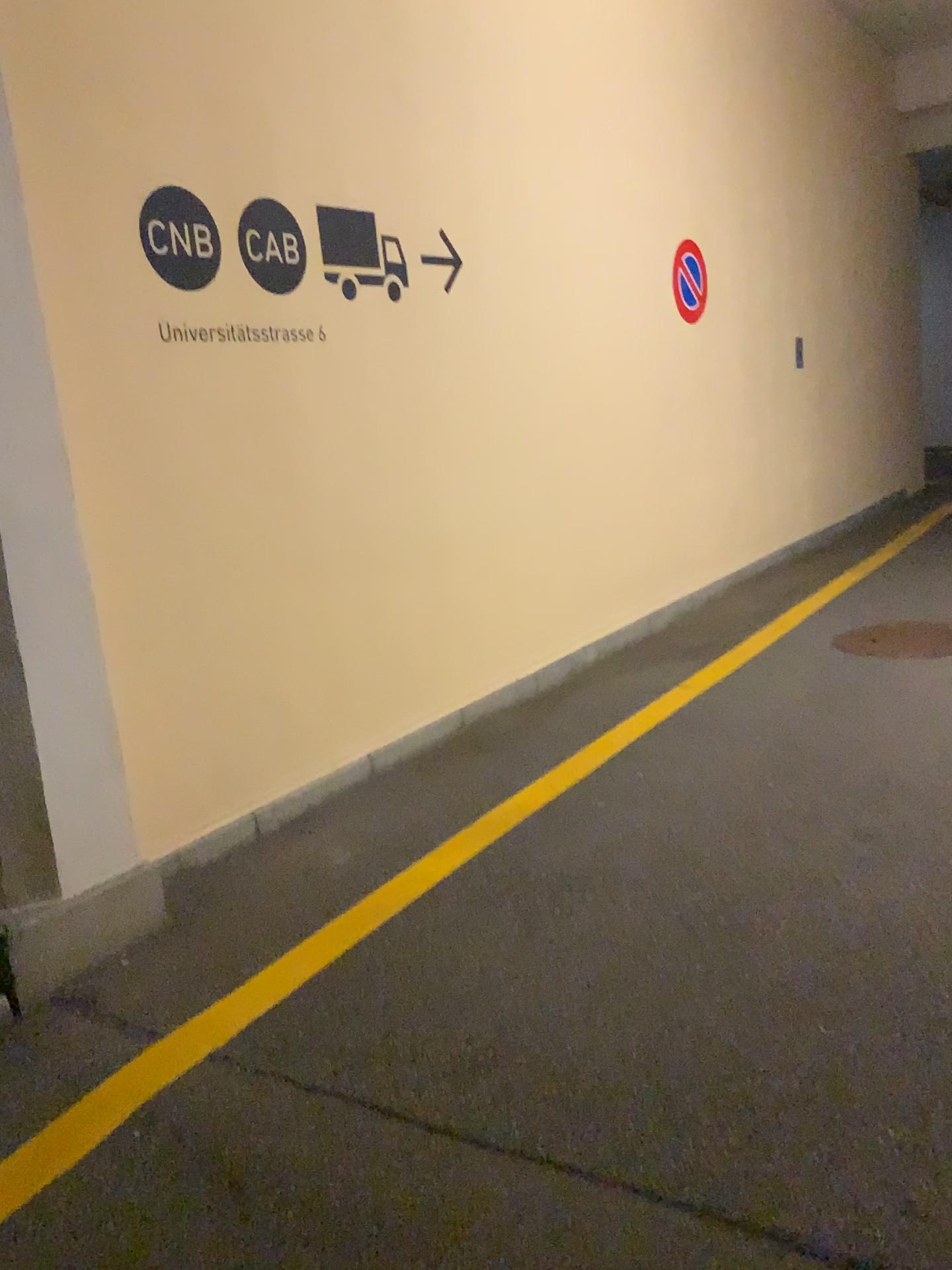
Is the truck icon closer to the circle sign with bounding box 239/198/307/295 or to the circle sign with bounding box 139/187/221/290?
the circle sign with bounding box 239/198/307/295

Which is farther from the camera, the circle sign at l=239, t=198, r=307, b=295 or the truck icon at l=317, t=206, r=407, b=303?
the truck icon at l=317, t=206, r=407, b=303

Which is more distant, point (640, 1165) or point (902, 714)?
point (902, 714)

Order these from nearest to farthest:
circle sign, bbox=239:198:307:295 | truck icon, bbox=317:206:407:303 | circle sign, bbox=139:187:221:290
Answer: circle sign, bbox=139:187:221:290, circle sign, bbox=239:198:307:295, truck icon, bbox=317:206:407:303

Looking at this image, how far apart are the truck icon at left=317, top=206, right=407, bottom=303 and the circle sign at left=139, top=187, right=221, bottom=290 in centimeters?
54cm

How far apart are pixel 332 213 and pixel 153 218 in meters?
0.9

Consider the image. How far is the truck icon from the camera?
4.0m

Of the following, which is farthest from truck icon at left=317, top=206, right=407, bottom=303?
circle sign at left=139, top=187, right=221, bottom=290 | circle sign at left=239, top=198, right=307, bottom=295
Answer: circle sign at left=139, top=187, right=221, bottom=290

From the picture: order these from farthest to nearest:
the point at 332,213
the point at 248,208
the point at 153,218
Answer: the point at 332,213 < the point at 248,208 < the point at 153,218

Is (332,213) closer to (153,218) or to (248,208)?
(248,208)
